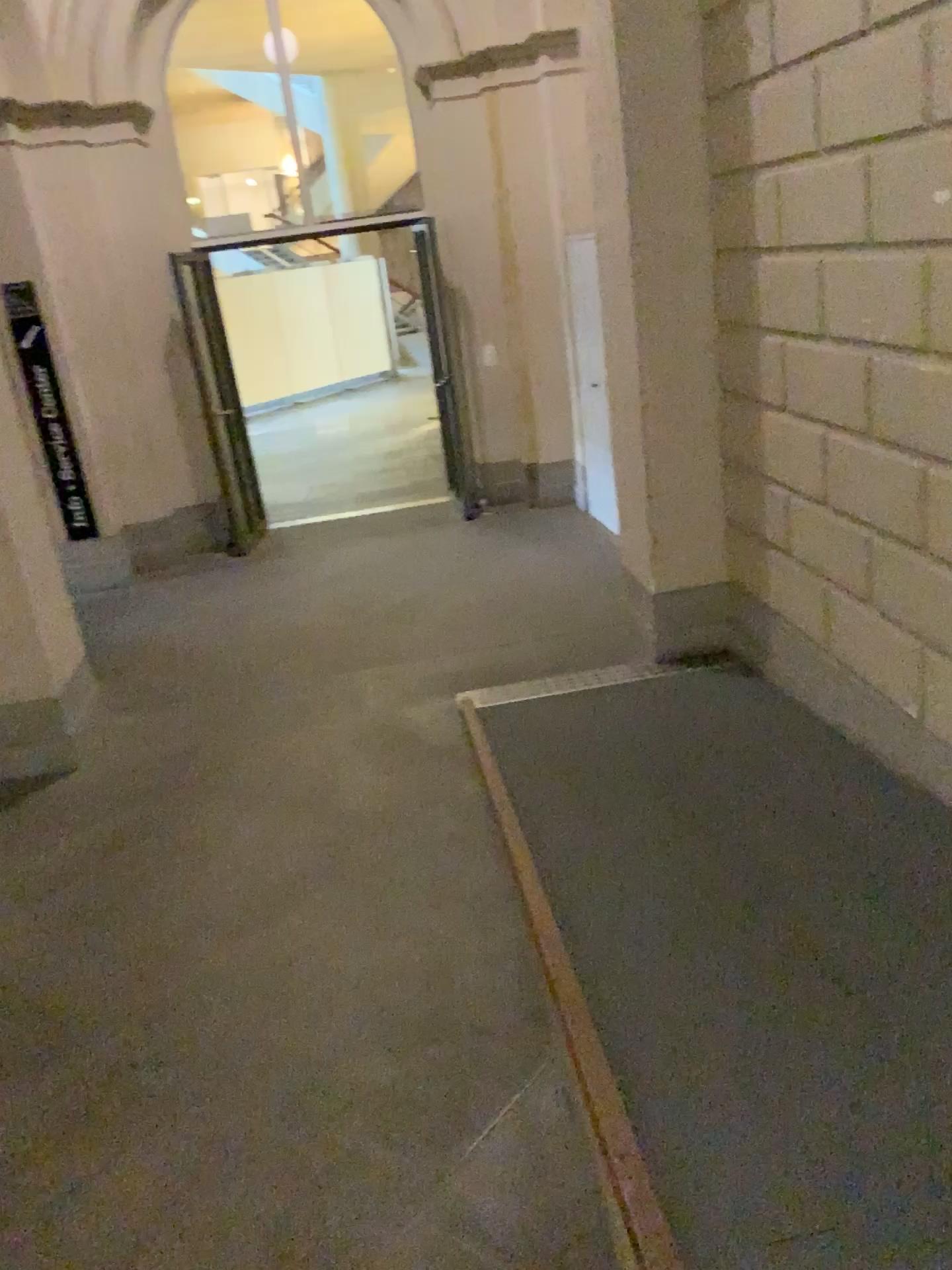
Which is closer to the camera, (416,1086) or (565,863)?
(416,1086)

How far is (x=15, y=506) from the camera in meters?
4.5

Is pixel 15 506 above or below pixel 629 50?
below

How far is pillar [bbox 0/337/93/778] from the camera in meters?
4.5 m
